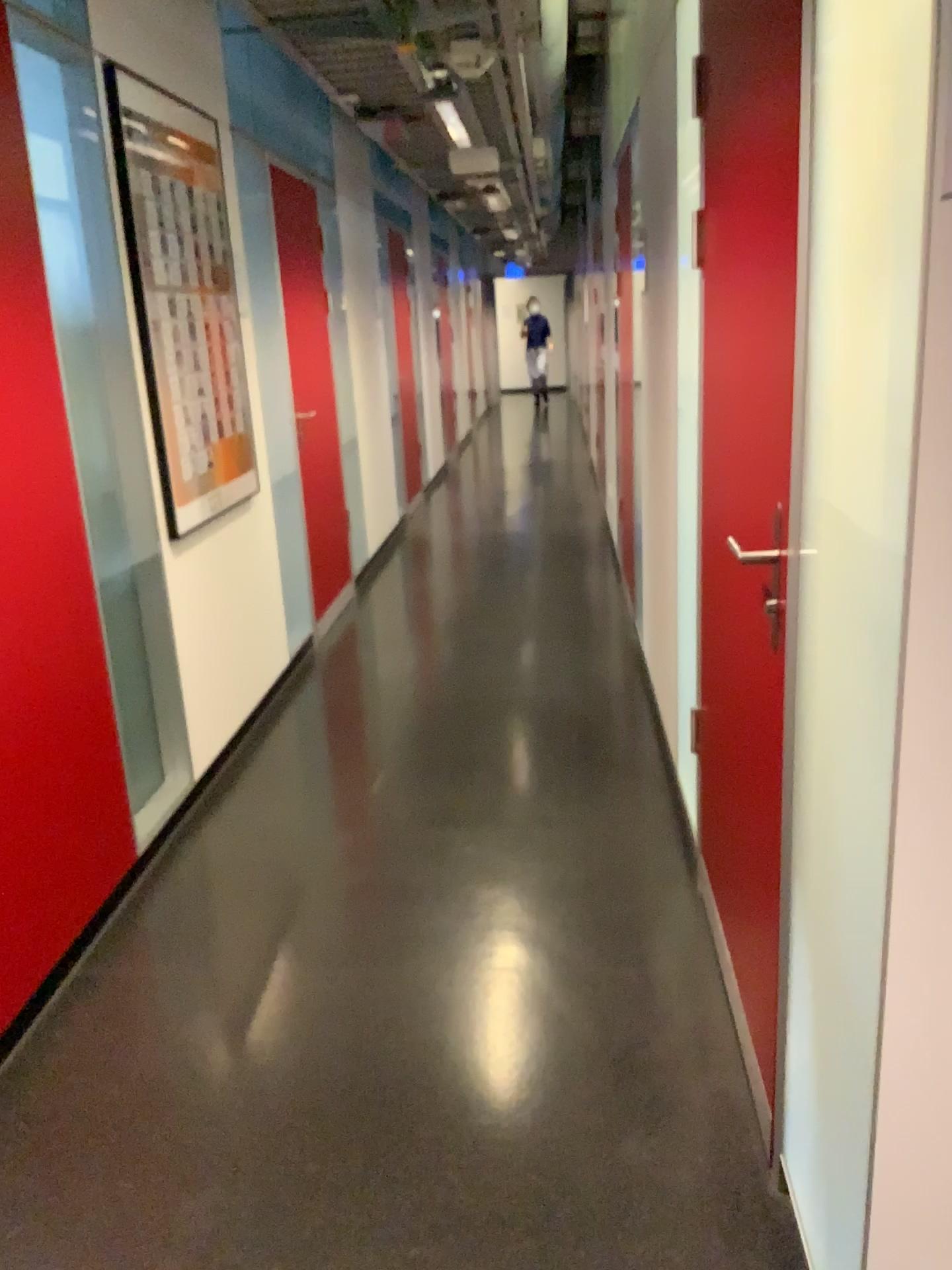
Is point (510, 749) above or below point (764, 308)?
below

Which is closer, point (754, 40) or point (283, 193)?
point (754, 40)

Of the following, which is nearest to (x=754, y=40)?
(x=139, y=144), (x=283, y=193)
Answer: (x=139, y=144)

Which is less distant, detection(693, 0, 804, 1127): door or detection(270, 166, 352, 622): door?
detection(693, 0, 804, 1127): door

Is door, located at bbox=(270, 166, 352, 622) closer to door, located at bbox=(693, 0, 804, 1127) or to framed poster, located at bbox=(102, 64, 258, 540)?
framed poster, located at bbox=(102, 64, 258, 540)

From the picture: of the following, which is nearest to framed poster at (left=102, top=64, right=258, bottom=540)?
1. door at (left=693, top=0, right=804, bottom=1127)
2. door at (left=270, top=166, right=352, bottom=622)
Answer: door at (left=270, top=166, right=352, bottom=622)

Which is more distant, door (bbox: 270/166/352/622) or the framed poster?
door (bbox: 270/166/352/622)

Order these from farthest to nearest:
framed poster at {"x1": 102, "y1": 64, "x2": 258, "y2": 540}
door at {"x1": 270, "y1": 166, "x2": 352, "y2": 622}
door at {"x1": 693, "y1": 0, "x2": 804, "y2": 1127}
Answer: door at {"x1": 270, "y1": 166, "x2": 352, "y2": 622} < framed poster at {"x1": 102, "y1": 64, "x2": 258, "y2": 540} < door at {"x1": 693, "y1": 0, "x2": 804, "y2": 1127}

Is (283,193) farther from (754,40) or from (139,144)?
(754,40)
